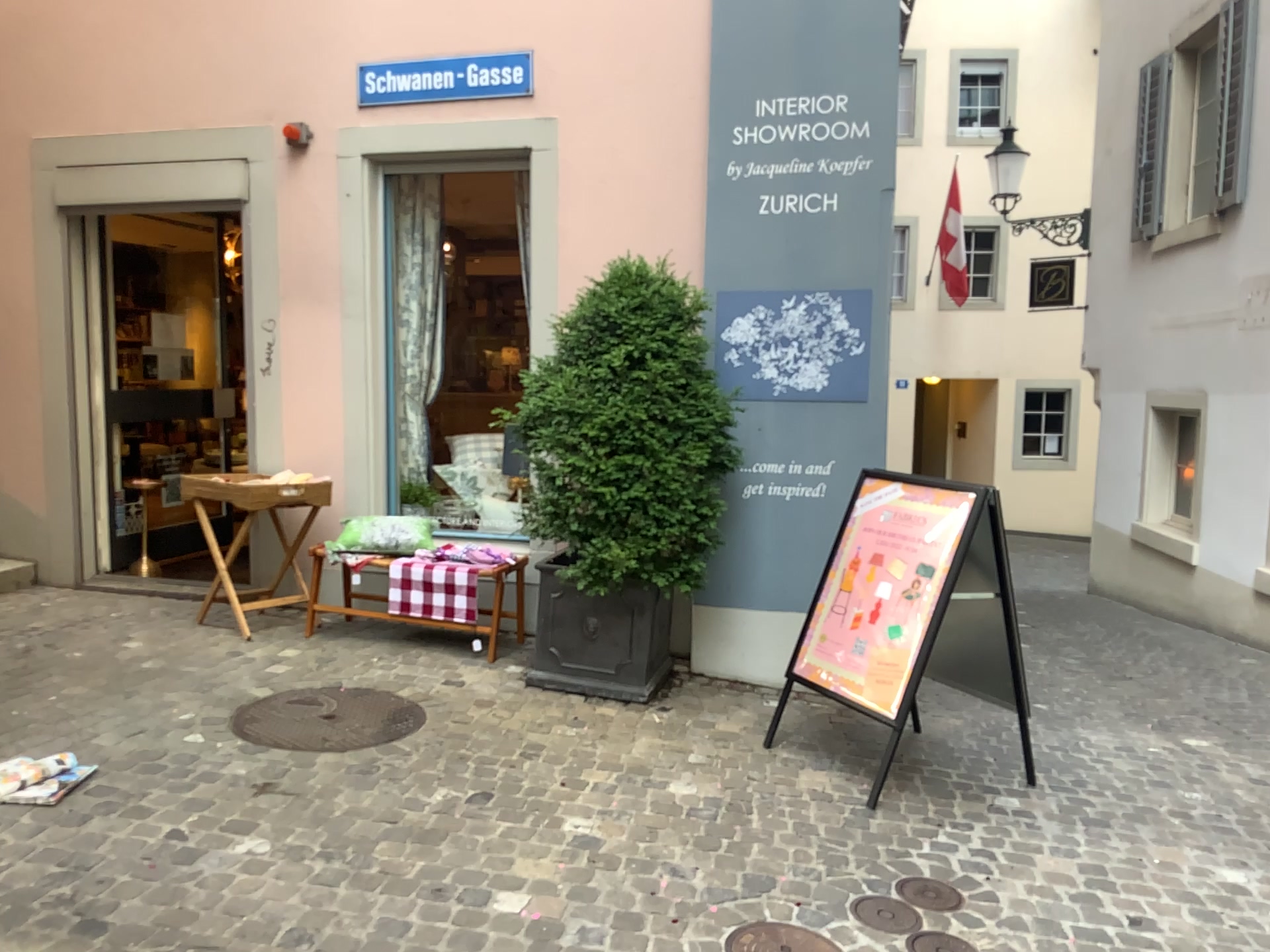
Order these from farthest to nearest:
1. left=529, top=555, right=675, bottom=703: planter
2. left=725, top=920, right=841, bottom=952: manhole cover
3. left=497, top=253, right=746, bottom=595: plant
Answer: left=529, top=555, right=675, bottom=703: planter < left=497, top=253, right=746, bottom=595: plant < left=725, top=920, right=841, bottom=952: manhole cover

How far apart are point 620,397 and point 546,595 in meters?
0.9 m

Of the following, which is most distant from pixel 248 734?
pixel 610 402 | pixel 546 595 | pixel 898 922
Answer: pixel 898 922

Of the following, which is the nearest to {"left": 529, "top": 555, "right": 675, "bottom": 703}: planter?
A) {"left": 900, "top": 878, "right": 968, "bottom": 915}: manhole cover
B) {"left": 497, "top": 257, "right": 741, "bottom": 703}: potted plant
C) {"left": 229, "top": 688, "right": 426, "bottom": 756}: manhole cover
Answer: {"left": 497, "top": 257, "right": 741, "bottom": 703}: potted plant

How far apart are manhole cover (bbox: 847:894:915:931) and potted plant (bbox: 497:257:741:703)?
1.61m

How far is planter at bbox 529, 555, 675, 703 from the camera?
4.39m

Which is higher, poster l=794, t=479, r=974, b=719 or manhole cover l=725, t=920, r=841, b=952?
poster l=794, t=479, r=974, b=719

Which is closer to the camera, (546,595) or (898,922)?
(898,922)

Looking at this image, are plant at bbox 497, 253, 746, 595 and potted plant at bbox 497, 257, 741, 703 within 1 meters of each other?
yes

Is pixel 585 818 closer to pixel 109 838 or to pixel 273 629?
pixel 109 838
